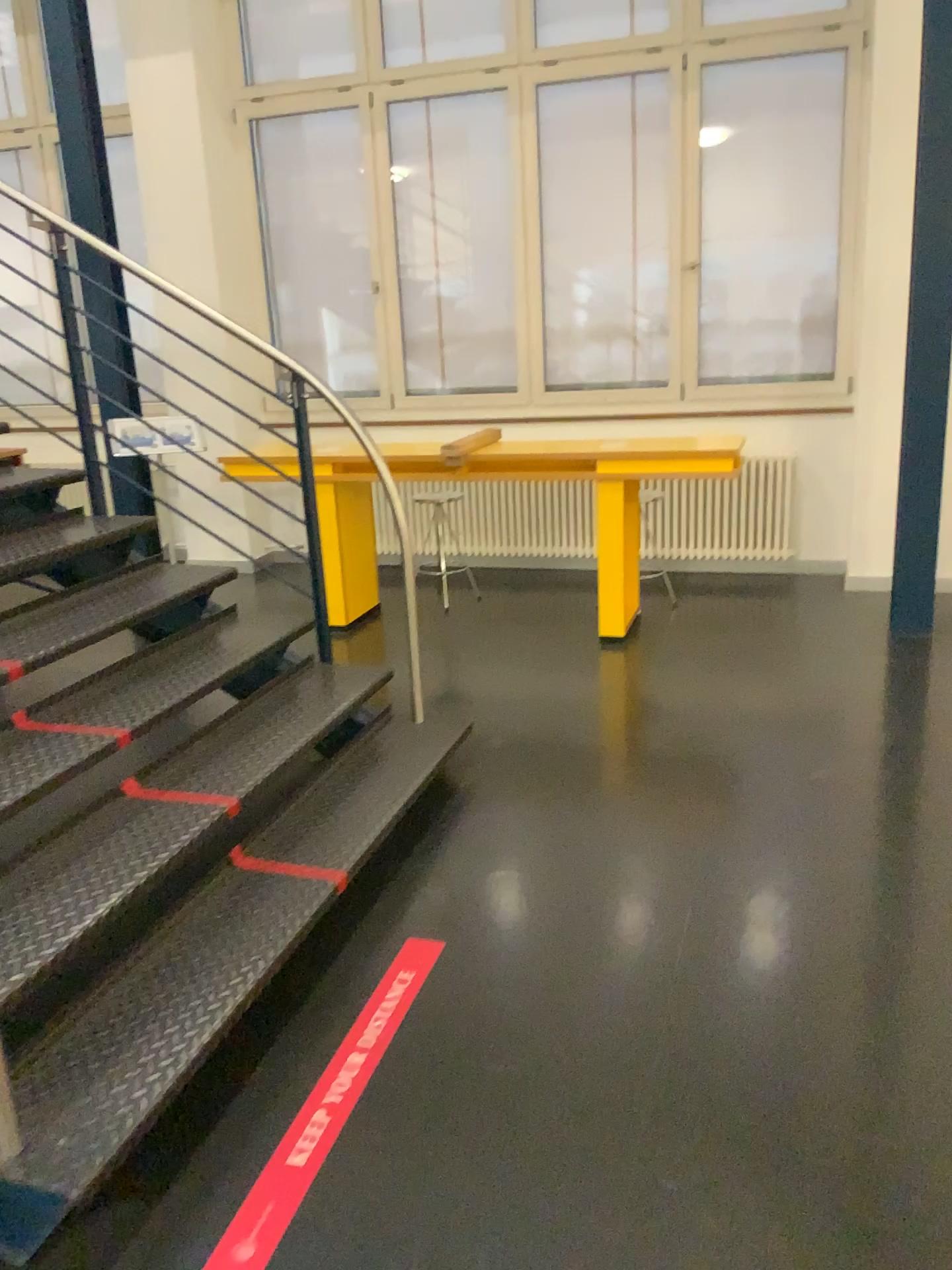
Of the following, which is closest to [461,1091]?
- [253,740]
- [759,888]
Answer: [759,888]
